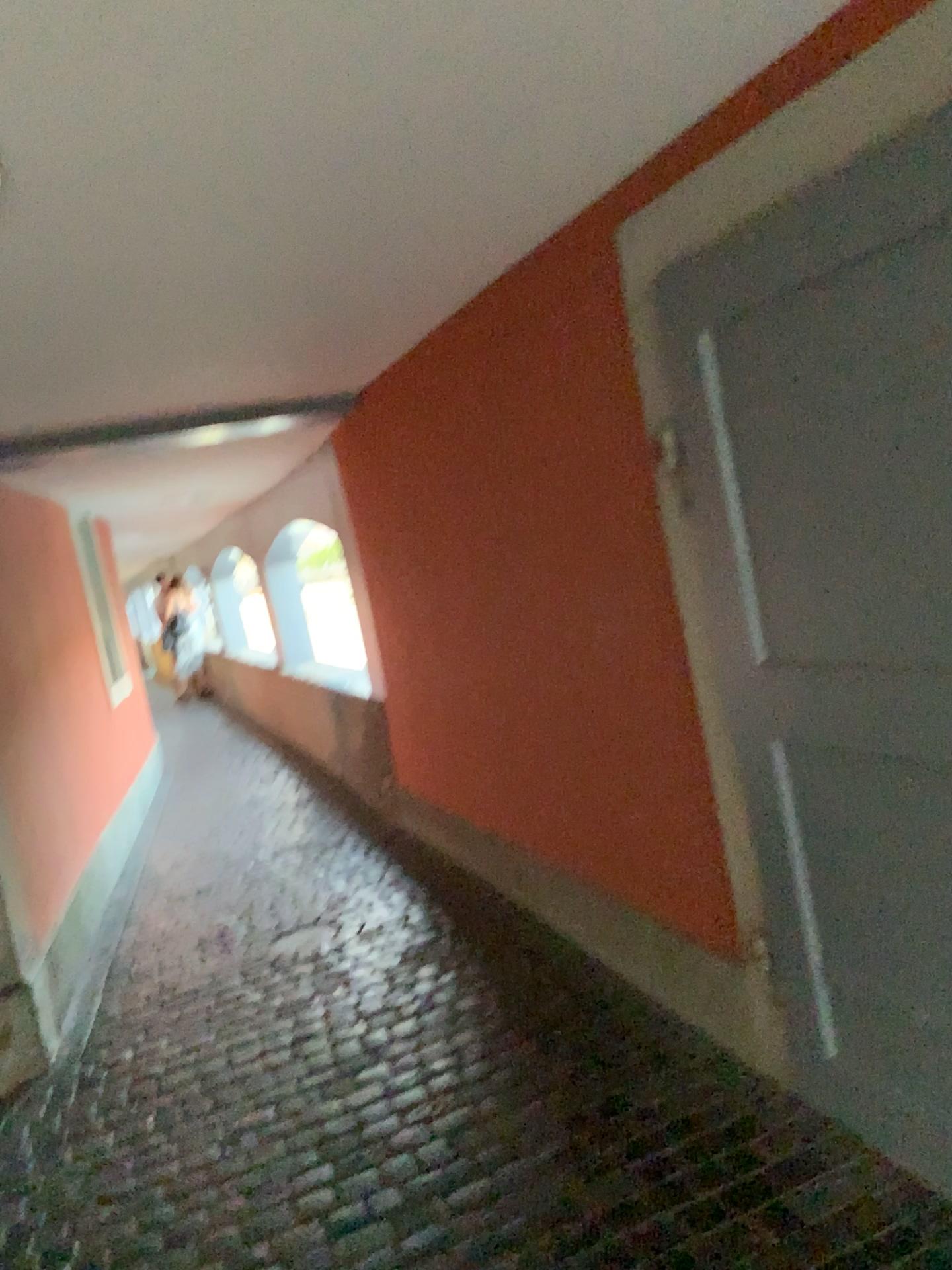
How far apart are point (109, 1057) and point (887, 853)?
2.5m
